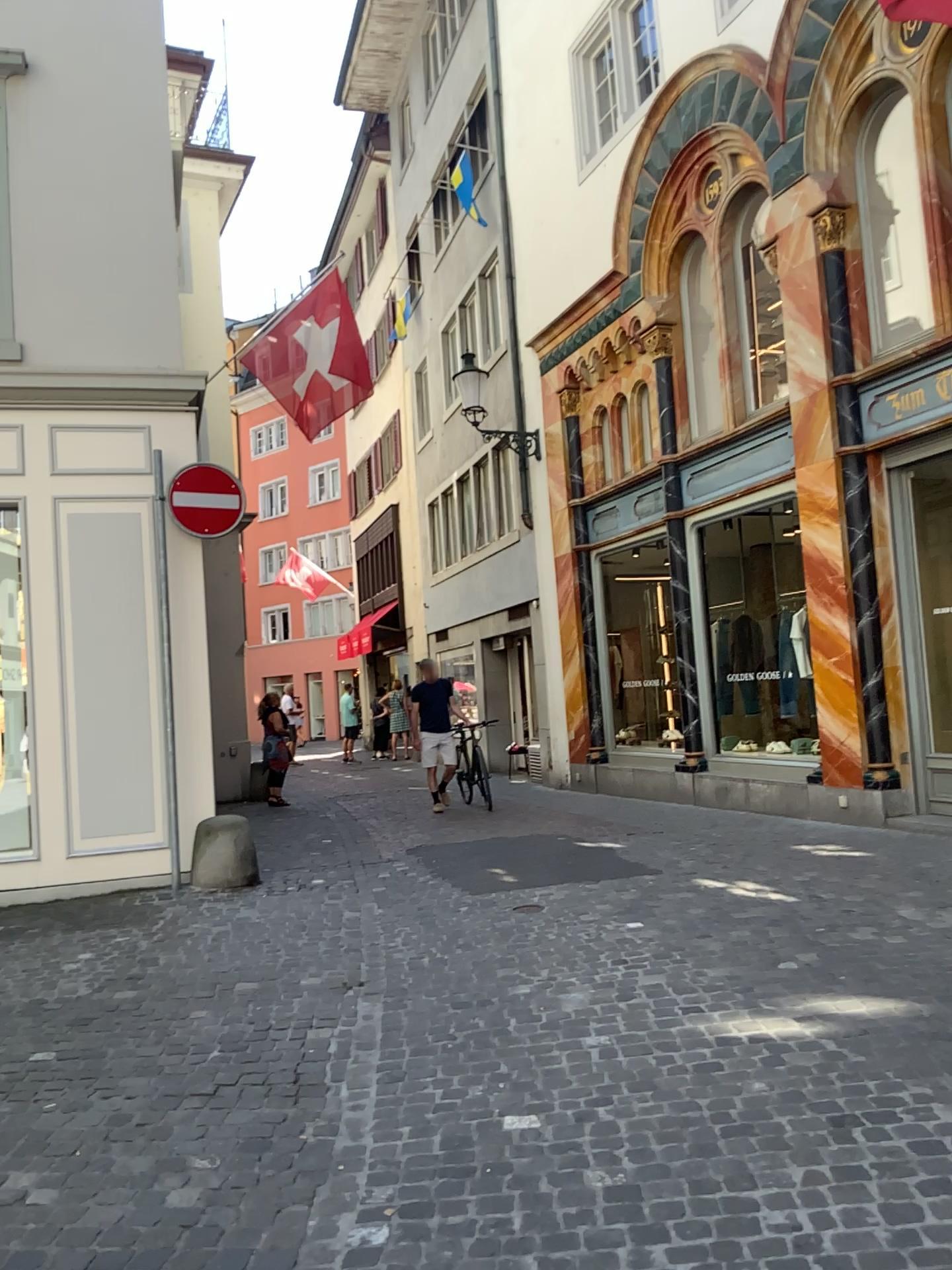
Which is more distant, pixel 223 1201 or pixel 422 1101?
pixel 422 1101
